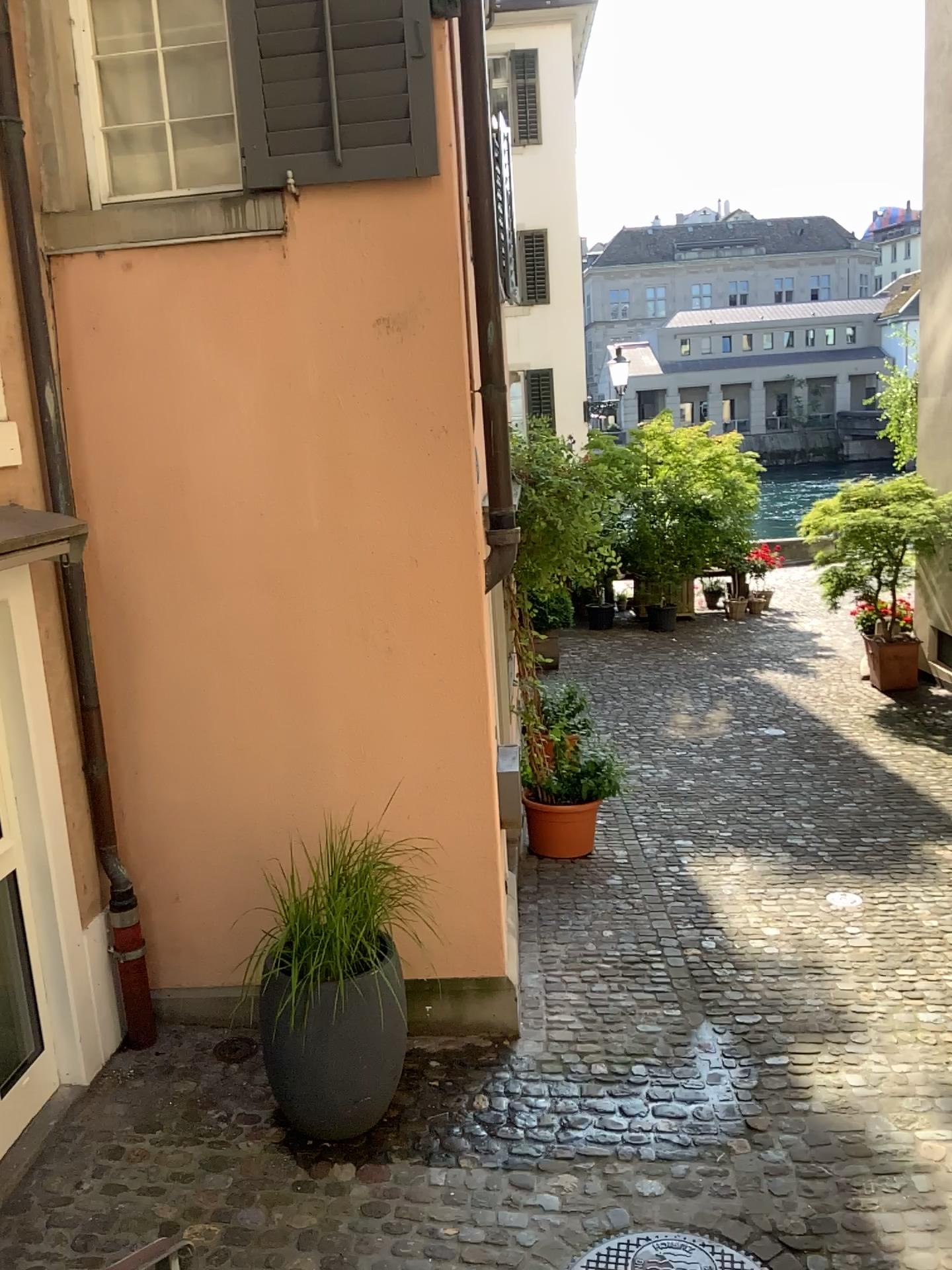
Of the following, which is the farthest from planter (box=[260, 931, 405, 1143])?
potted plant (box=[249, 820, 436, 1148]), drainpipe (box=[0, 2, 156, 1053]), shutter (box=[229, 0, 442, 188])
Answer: shutter (box=[229, 0, 442, 188])

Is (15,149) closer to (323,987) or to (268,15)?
(268,15)

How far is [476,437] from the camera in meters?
4.1 m

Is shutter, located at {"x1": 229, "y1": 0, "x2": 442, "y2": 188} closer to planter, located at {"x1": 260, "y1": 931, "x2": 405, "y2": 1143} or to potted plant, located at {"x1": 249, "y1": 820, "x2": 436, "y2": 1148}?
potted plant, located at {"x1": 249, "y1": 820, "x2": 436, "y2": 1148}

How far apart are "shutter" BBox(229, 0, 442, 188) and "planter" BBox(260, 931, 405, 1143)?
2.94m

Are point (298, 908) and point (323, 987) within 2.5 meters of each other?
yes

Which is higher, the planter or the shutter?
the shutter

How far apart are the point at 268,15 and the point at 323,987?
3.5m

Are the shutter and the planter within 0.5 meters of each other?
no

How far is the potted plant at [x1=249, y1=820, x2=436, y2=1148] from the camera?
3.7m
